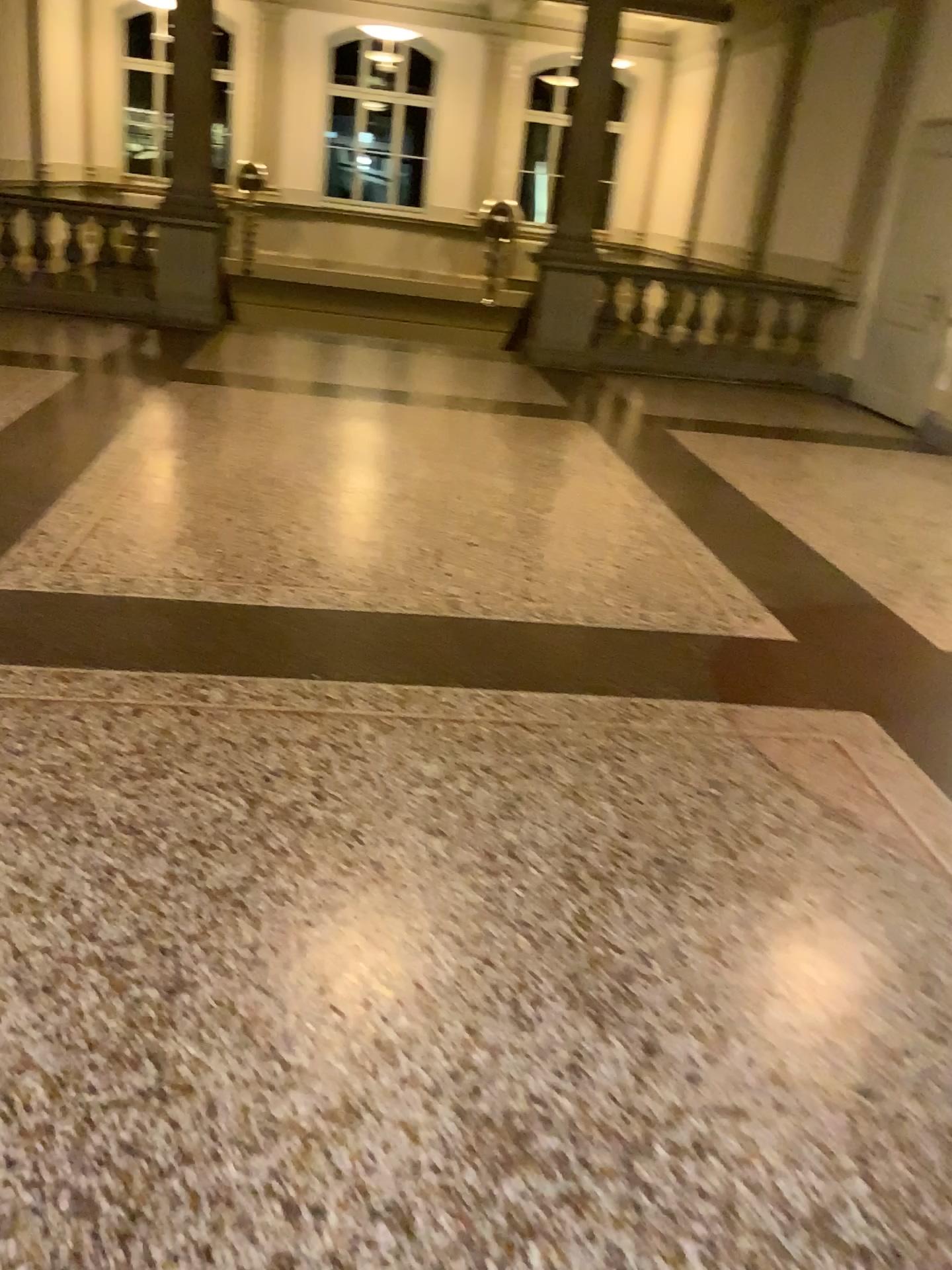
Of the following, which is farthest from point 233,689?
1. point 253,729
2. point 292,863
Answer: point 292,863
